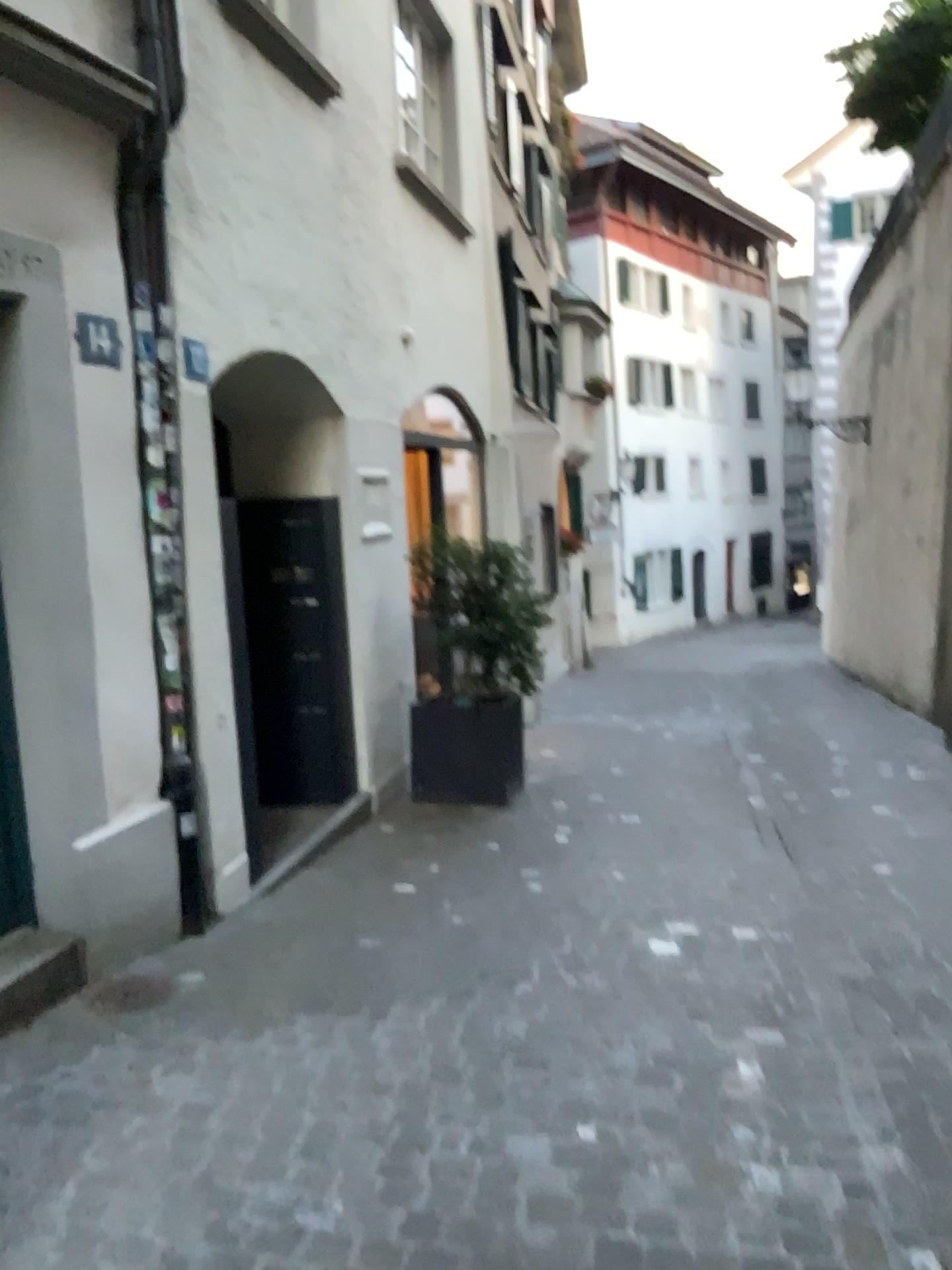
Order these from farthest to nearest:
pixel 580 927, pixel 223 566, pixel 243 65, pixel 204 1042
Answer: pixel 243 65 → pixel 223 566 → pixel 580 927 → pixel 204 1042

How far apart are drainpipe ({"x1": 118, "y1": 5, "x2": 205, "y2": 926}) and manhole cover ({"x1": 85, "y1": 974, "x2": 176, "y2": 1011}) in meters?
0.5 m

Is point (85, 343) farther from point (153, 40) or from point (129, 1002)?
point (129, 1002)

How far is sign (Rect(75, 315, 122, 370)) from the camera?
3.50m

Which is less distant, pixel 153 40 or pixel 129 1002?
pixel 129 1002

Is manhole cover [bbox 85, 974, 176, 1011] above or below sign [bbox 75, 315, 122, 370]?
below

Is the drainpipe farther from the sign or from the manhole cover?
the manhole cover

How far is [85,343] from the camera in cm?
350

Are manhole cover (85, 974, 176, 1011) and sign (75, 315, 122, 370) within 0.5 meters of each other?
no

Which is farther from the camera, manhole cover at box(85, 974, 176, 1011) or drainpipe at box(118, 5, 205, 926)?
drainpipe at box(118, 5, 205, 926)
